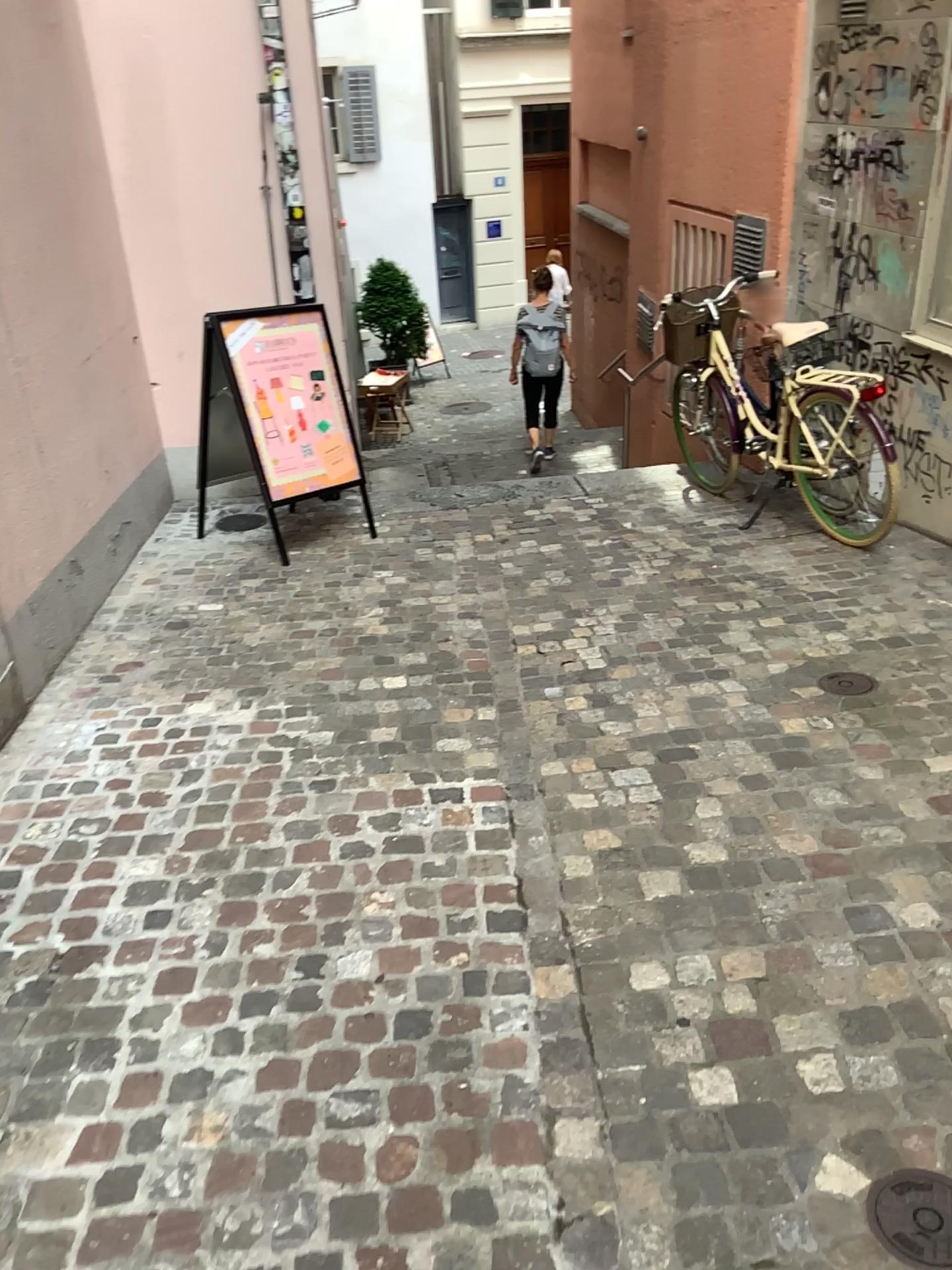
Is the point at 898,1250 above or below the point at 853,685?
below

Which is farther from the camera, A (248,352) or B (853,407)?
A (248,352)

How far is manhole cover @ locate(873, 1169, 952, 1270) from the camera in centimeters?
161cm

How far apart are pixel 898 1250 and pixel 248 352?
4.26m

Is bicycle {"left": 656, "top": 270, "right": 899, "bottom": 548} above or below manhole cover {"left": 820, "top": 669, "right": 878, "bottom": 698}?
above

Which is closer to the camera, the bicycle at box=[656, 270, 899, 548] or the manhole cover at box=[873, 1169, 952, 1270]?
the manhole cover at box=[873, 1169, 952, 1270]

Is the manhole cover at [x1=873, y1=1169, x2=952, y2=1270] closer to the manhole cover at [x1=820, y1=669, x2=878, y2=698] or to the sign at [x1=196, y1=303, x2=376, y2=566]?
the manhole cover at [x1=820, y1=669, x2=878, y2=698]

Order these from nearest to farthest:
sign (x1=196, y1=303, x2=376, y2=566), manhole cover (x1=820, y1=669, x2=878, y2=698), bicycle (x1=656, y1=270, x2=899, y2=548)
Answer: manhole cover (x1=820, y1=669, x2=878, y2=698), bicycle (x1=656, y1=270, x2=899, y2=548), sign (x1=196, y1=303, x2=376, y2=566)

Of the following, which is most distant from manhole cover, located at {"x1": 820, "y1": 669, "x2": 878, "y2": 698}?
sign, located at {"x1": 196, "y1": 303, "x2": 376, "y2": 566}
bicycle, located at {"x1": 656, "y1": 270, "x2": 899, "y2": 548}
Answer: sign, located at {"x1": 196, "y1": 303, "x2": 376, "y2": 566}

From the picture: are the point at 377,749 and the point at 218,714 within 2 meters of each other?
yes
